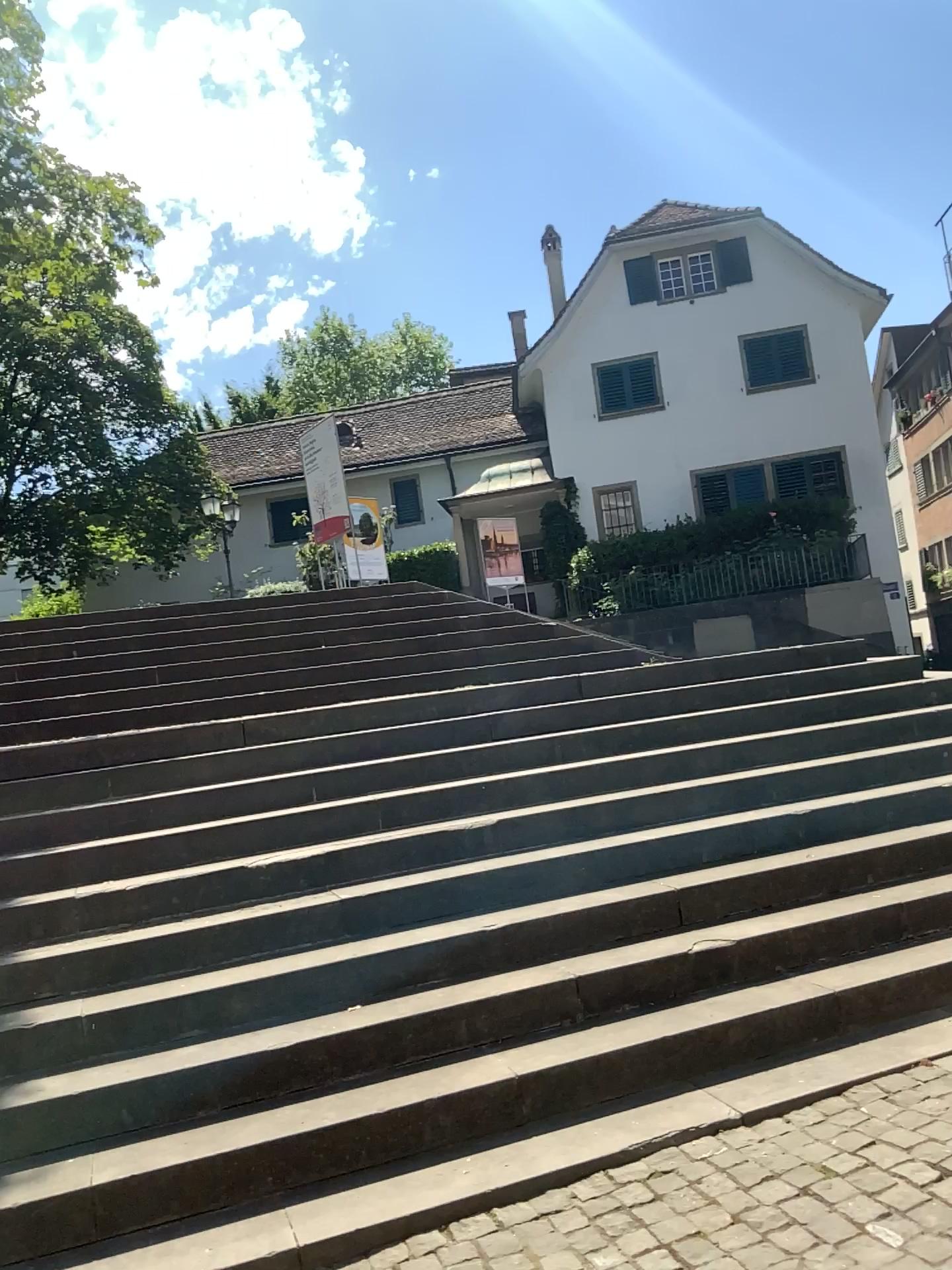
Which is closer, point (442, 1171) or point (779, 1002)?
point (442, 1171)
